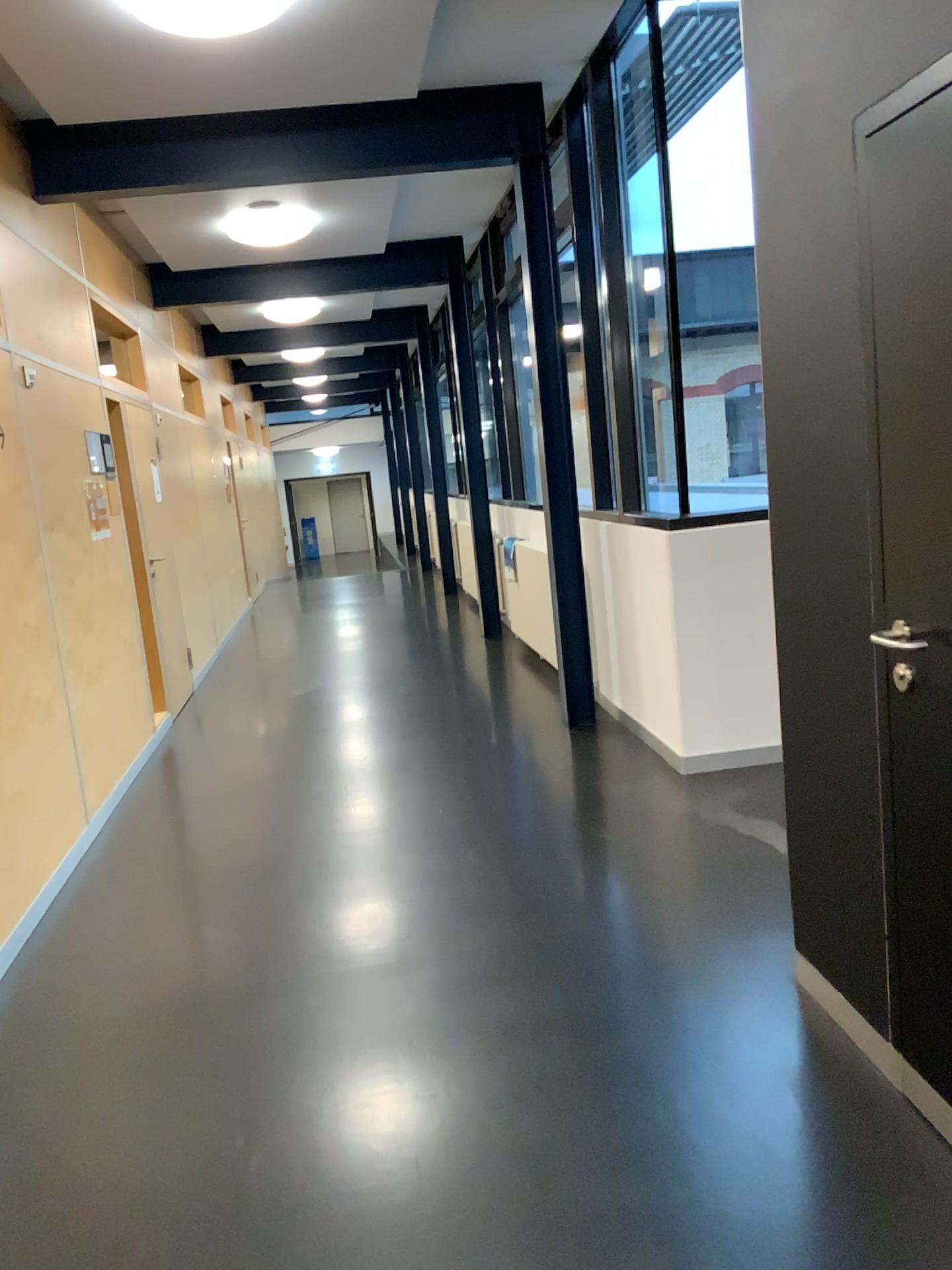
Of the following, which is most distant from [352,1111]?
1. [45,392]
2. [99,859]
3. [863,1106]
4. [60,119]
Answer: [60,119]
